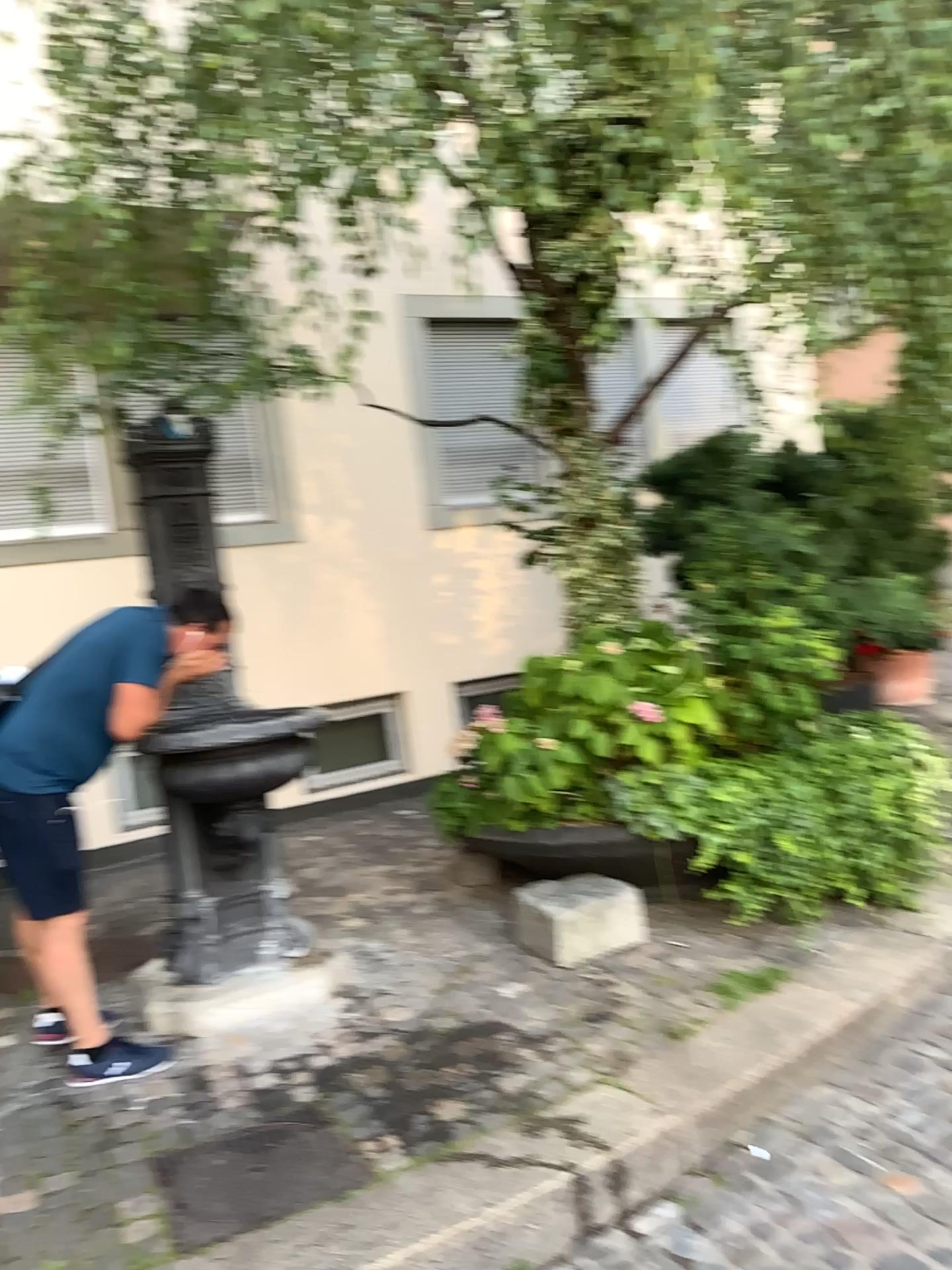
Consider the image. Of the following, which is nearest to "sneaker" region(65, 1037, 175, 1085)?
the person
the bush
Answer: the person

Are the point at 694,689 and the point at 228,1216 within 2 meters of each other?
no

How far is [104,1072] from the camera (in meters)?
3.30

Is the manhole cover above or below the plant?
below

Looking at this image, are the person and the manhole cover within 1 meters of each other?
yes

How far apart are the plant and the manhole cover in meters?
1.5 m

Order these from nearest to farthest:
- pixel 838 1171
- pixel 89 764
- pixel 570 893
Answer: pixel 838 1171, pixel 89 764, pixel 570 893

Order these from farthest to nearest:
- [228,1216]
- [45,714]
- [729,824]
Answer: [729,824]
[45,714]
[228,1216]

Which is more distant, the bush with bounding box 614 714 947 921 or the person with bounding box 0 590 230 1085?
the bush with bounding box 614 714 947 921

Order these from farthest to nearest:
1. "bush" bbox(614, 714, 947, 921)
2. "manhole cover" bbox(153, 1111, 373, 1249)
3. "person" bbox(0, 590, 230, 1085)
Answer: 1. "bush" bbox(614, 714, 947, 921)
2. "person" bbox(0, 590, 230, 1085)
3. "manhole cover" bbox(153, 1111, 373, 1249)
